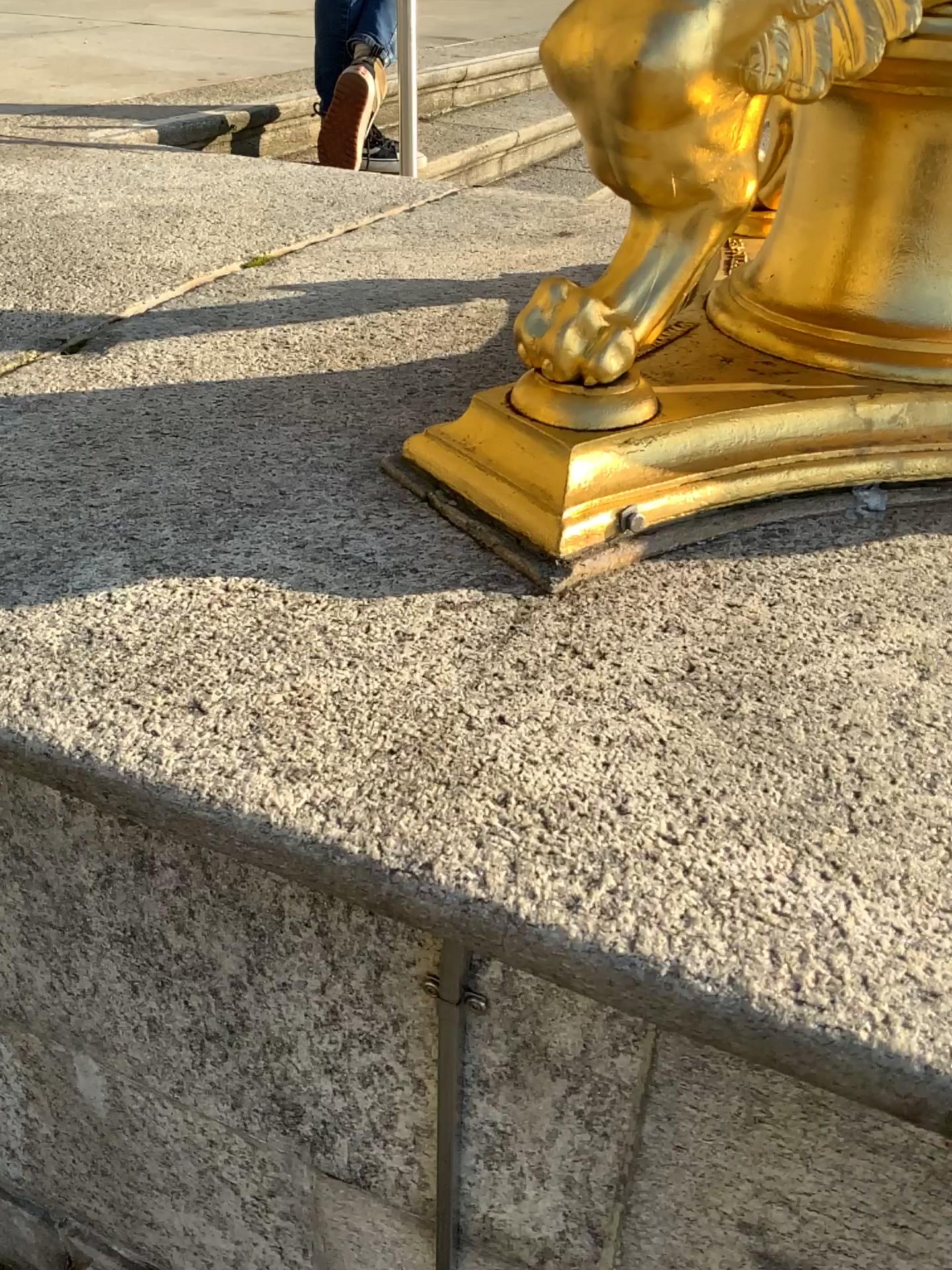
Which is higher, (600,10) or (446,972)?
(600,10)

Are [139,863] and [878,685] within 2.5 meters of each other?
yes

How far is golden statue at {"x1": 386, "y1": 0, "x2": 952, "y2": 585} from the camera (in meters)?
0.65

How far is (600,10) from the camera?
0.65m
